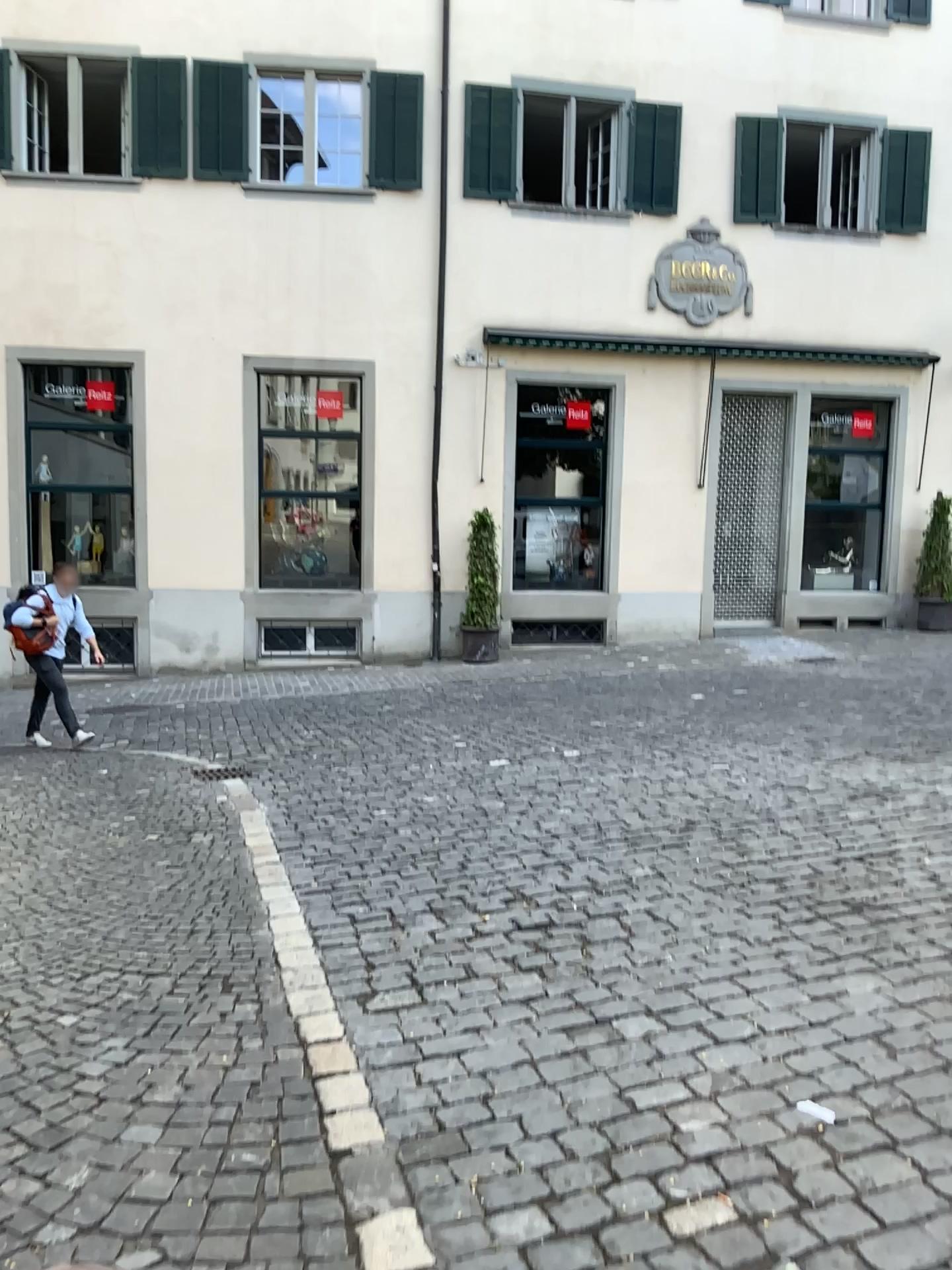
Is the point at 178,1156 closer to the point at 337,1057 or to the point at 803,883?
the point at 337,1057
